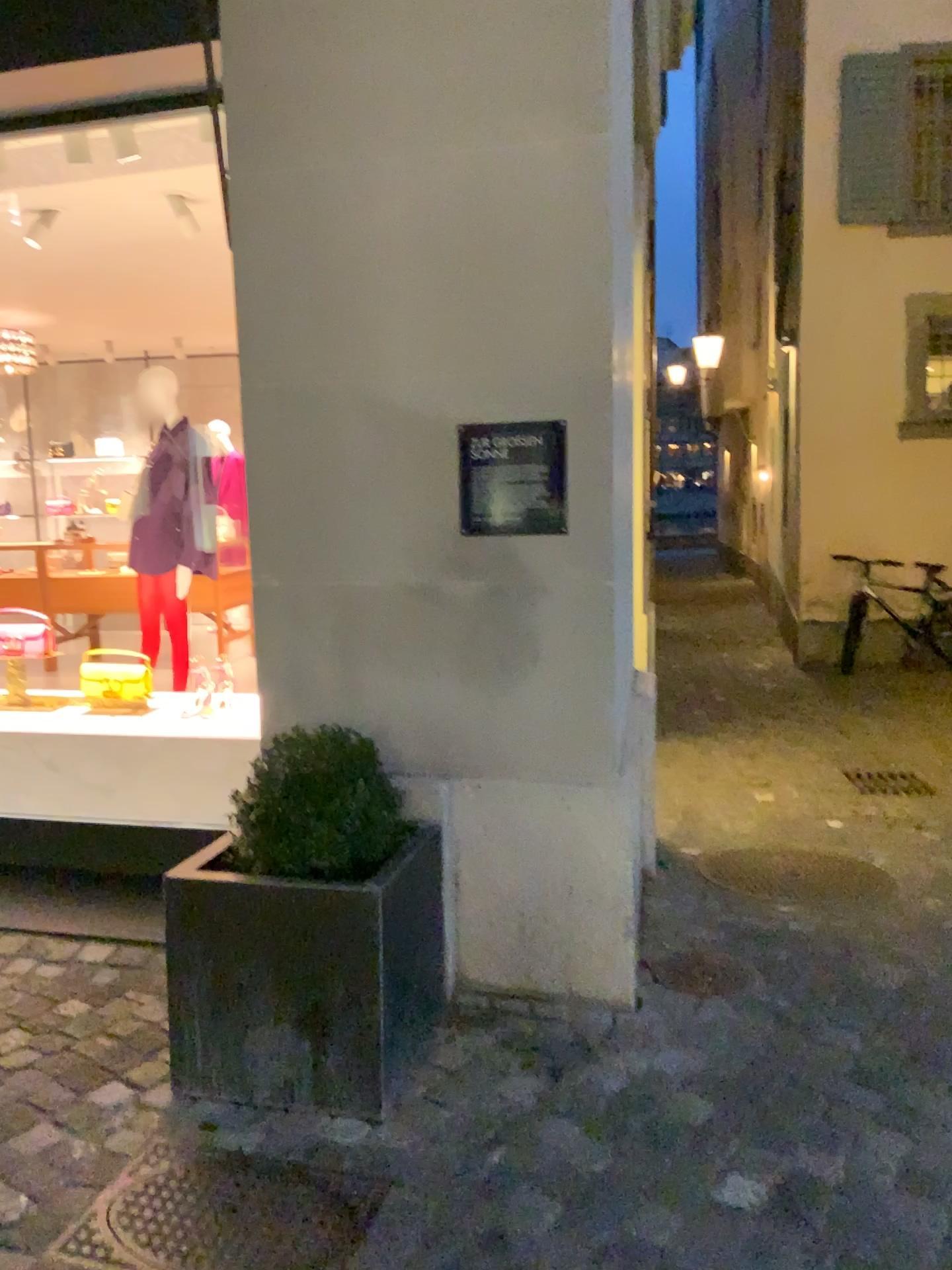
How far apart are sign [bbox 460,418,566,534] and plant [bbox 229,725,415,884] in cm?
64

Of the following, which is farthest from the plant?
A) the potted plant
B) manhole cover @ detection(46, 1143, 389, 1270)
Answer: manhole cover @ detection(46, 1143, 389, 1270)

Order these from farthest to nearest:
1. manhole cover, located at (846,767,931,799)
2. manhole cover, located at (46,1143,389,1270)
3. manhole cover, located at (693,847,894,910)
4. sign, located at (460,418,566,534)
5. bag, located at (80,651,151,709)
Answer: manhole cover, located at (846,767,931,799), bag, located at (80,651,151,709), manhole cover, located at (693,847,894,910), sign, located at (460,418,566,534), manhole cover, located at (46,1143,389,1270)

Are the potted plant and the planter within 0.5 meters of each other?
yes

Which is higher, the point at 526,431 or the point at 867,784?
the point at 526,431

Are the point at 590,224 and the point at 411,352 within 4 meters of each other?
yes

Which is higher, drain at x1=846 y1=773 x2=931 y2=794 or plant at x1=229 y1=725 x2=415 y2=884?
plant at x1=229 y1=725 x2=415 y2=884

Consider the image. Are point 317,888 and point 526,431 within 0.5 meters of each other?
no

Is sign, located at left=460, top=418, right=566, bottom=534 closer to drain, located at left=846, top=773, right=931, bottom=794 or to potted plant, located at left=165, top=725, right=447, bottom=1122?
potted plant, located at left=165, top=725, right=447, bottom=1122

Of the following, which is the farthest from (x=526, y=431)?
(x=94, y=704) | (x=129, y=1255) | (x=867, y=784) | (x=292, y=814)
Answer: (x=867, y=784)
